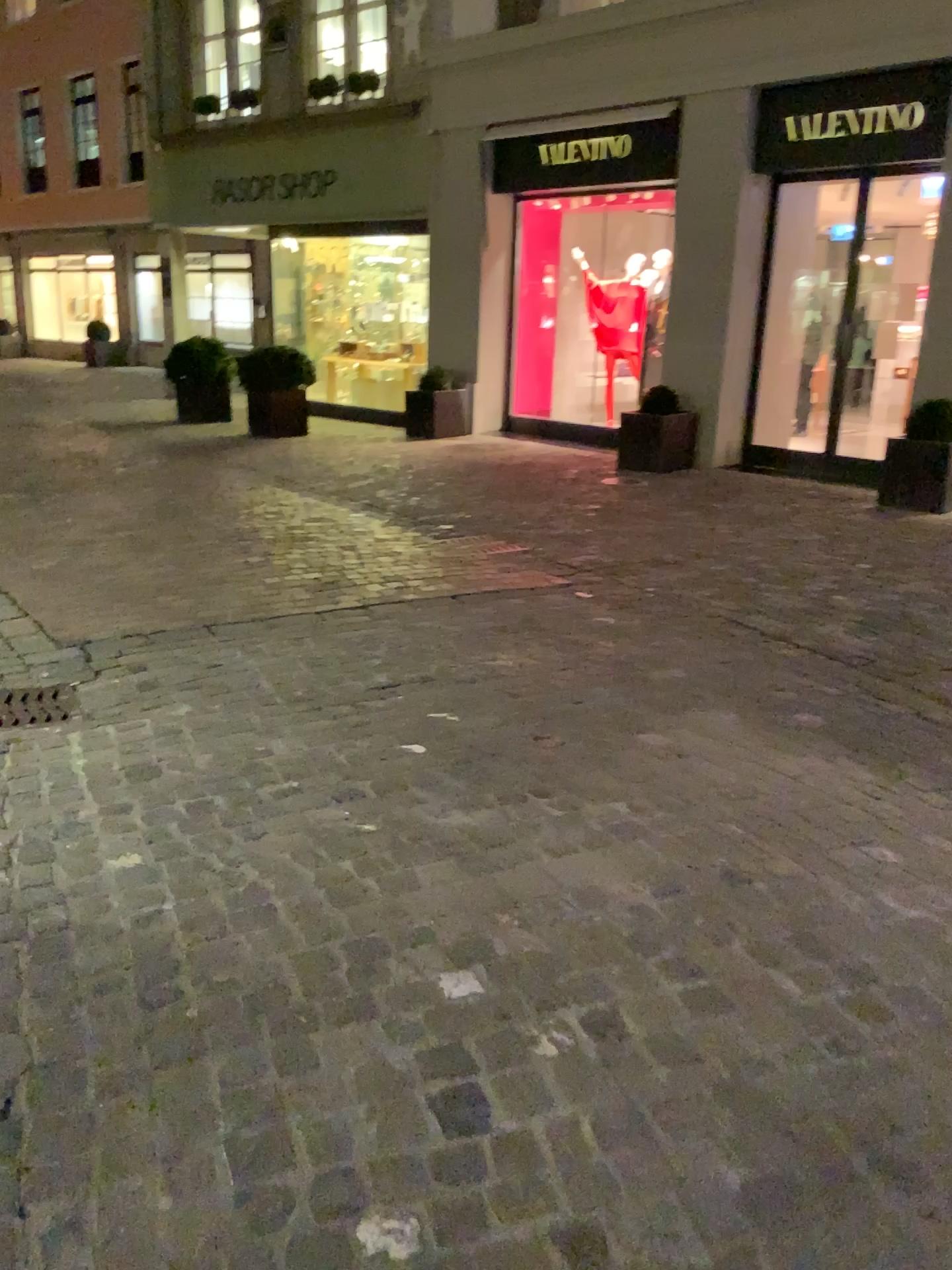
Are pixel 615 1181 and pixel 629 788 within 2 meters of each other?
yes
